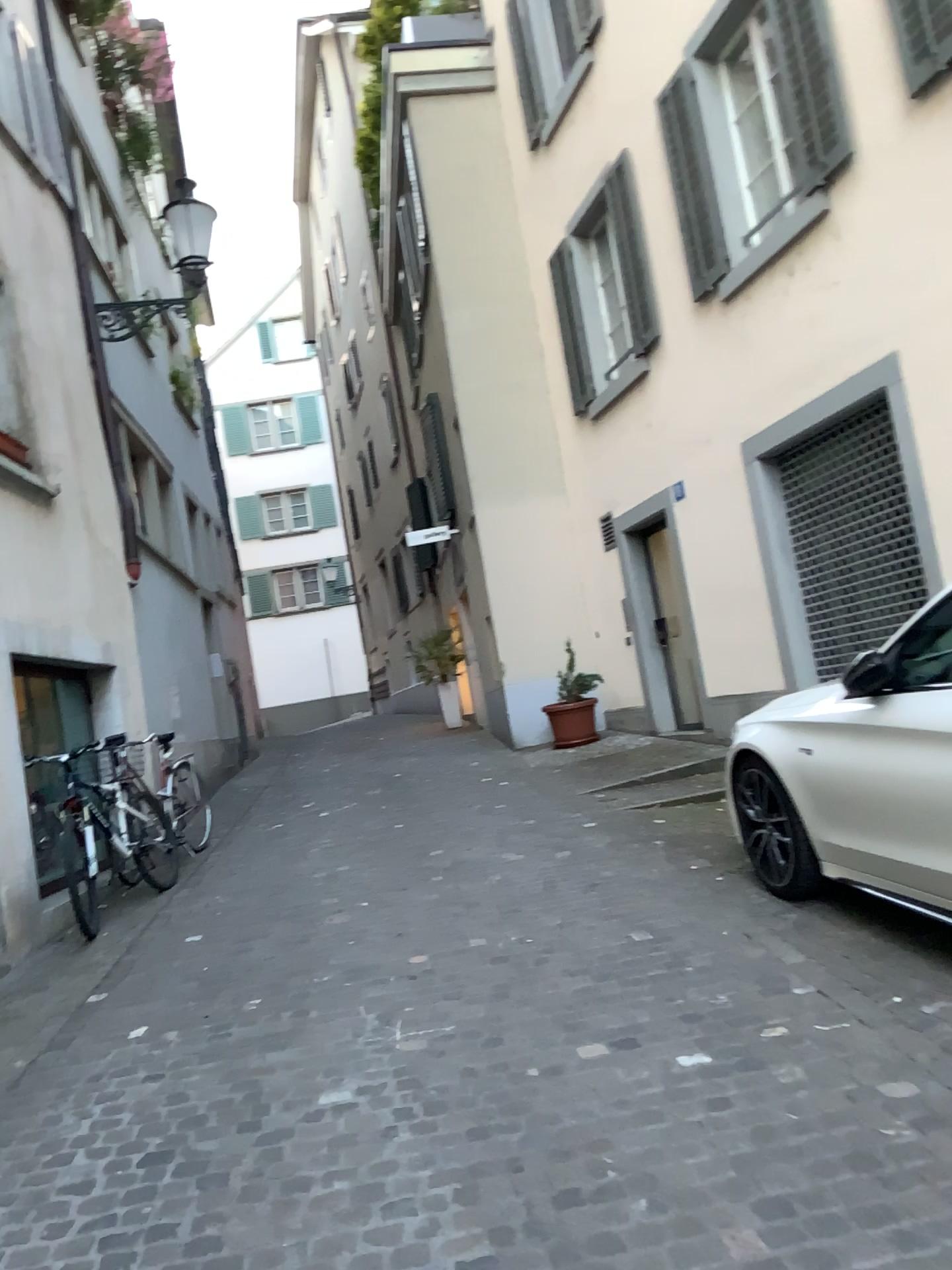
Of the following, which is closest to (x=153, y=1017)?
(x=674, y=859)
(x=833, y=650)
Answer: (x=674, y=859)
